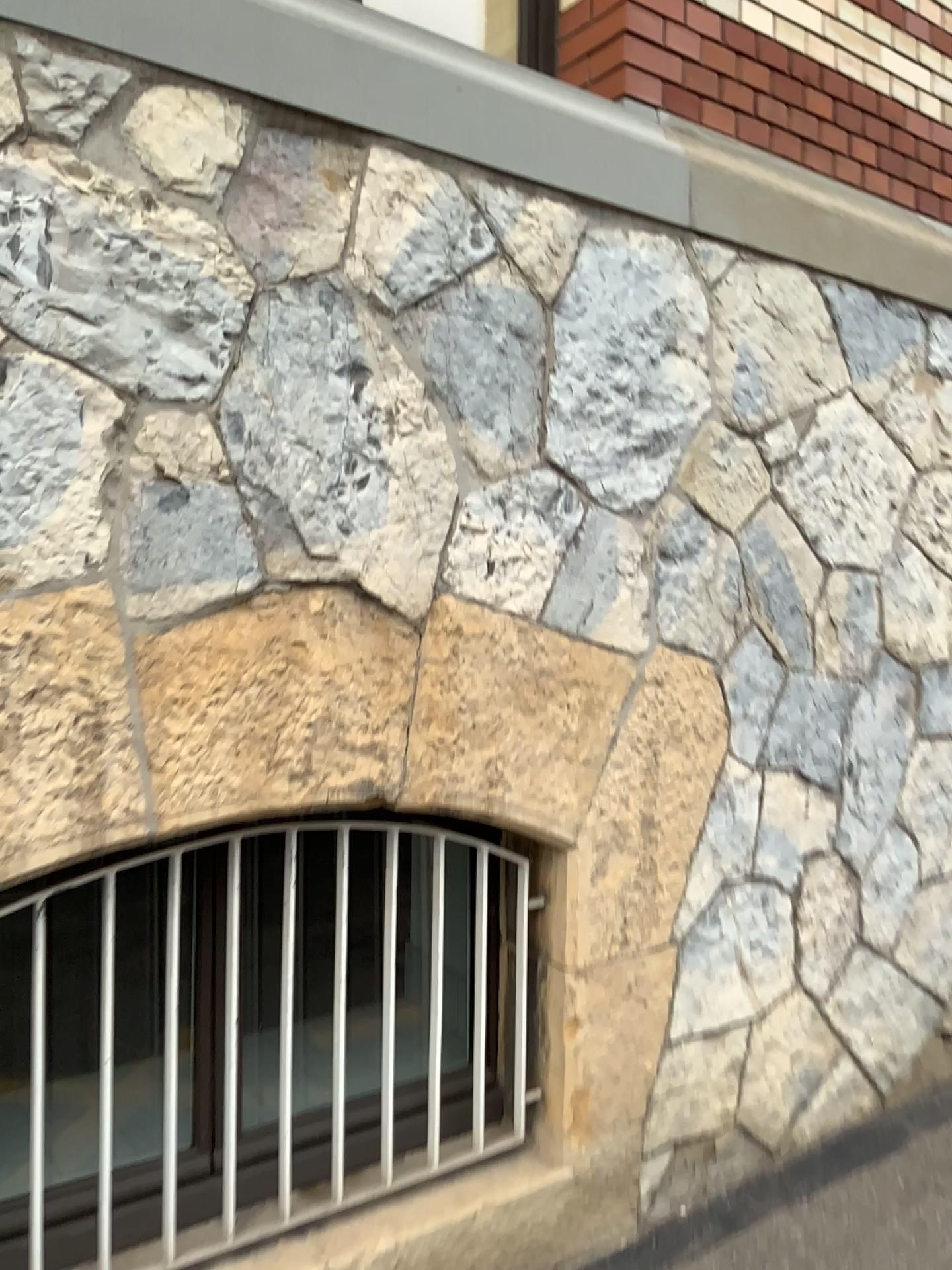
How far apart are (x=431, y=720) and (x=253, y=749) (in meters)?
0.36
